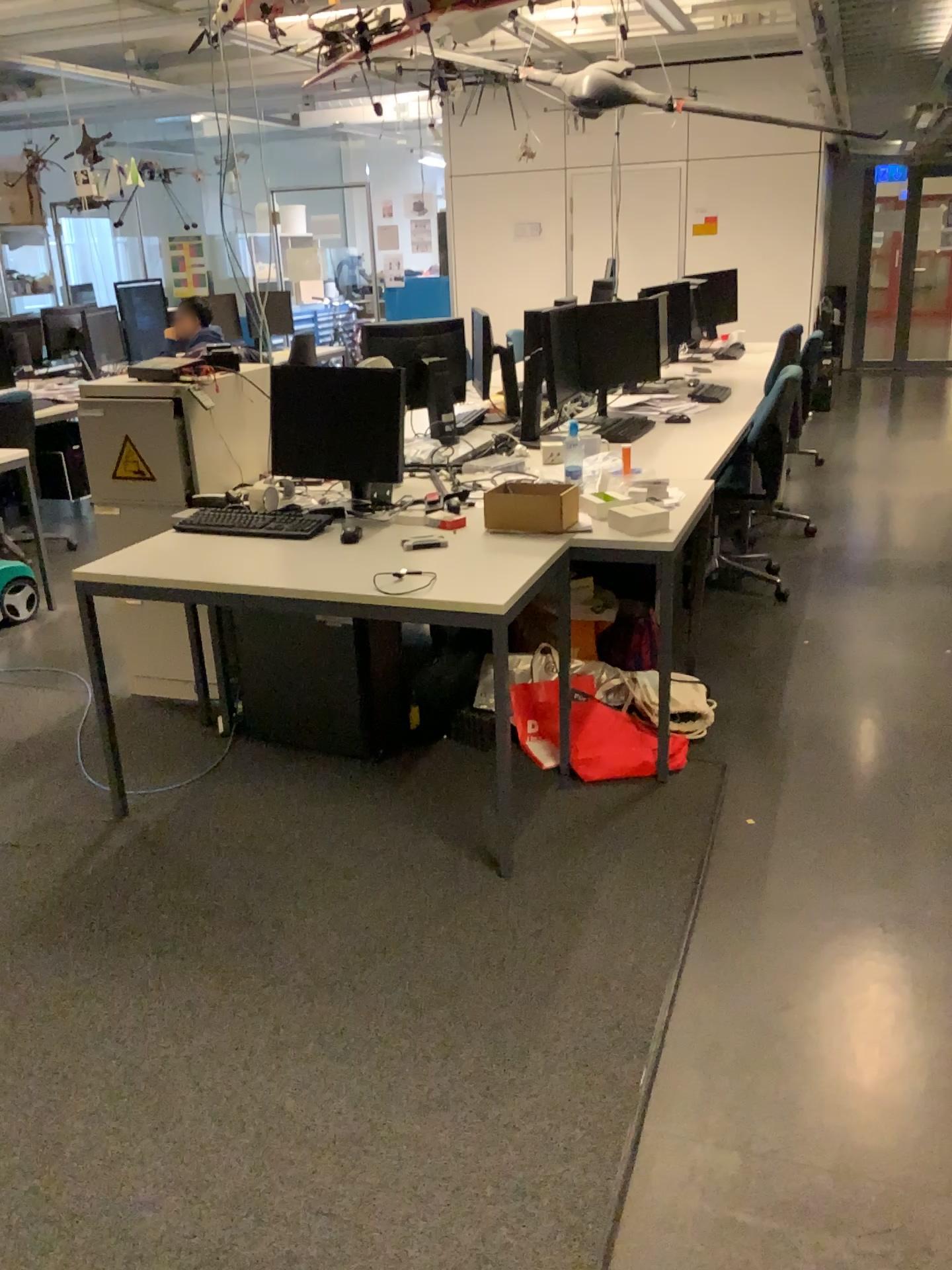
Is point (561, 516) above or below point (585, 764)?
above

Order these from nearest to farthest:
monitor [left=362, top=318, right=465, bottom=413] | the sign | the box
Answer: the box < the sign < monitor [left=362, top=318, right=465, bottom=413]

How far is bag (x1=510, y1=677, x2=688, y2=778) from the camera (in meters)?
3.09

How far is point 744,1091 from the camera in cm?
194

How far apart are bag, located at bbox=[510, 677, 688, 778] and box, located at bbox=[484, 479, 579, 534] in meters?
0.5

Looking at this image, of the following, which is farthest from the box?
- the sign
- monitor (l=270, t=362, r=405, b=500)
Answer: the sign

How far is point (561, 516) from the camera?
2.98m

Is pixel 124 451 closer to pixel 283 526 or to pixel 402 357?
pixel 283 526

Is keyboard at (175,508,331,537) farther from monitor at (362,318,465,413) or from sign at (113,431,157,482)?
monitor at (362,318,465,413)

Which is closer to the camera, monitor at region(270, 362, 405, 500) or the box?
the box
